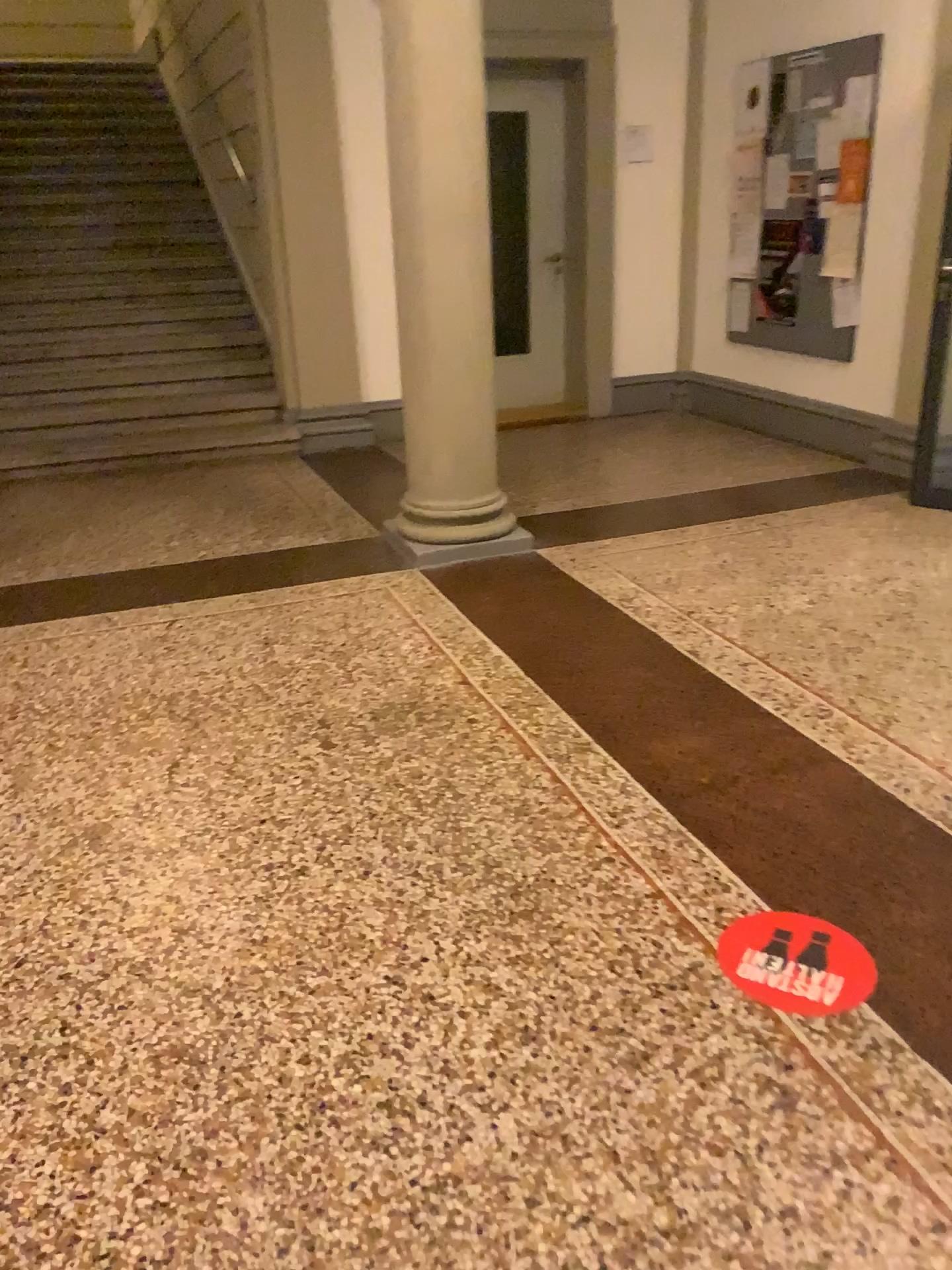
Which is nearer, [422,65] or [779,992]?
[779,992]

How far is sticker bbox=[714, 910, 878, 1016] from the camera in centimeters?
196cm

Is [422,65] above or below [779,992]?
above

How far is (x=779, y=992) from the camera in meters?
2.0 m

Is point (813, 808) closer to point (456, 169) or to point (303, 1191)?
point (303, 1191)

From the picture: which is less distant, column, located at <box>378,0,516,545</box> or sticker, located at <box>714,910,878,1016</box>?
sticker, located at <box>714,910,878,1016</box>
